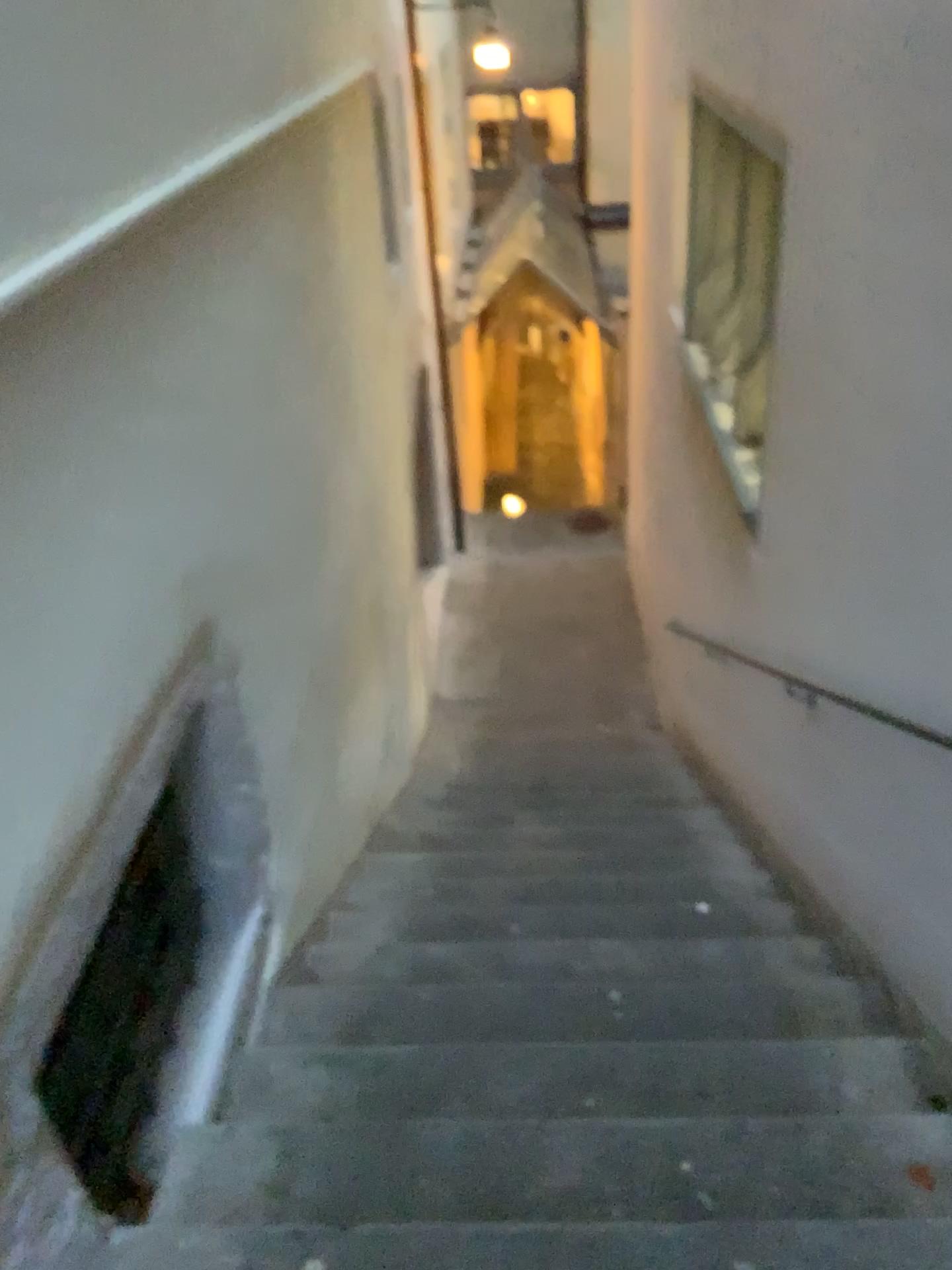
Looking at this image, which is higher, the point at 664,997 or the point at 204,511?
the point at 204,511
